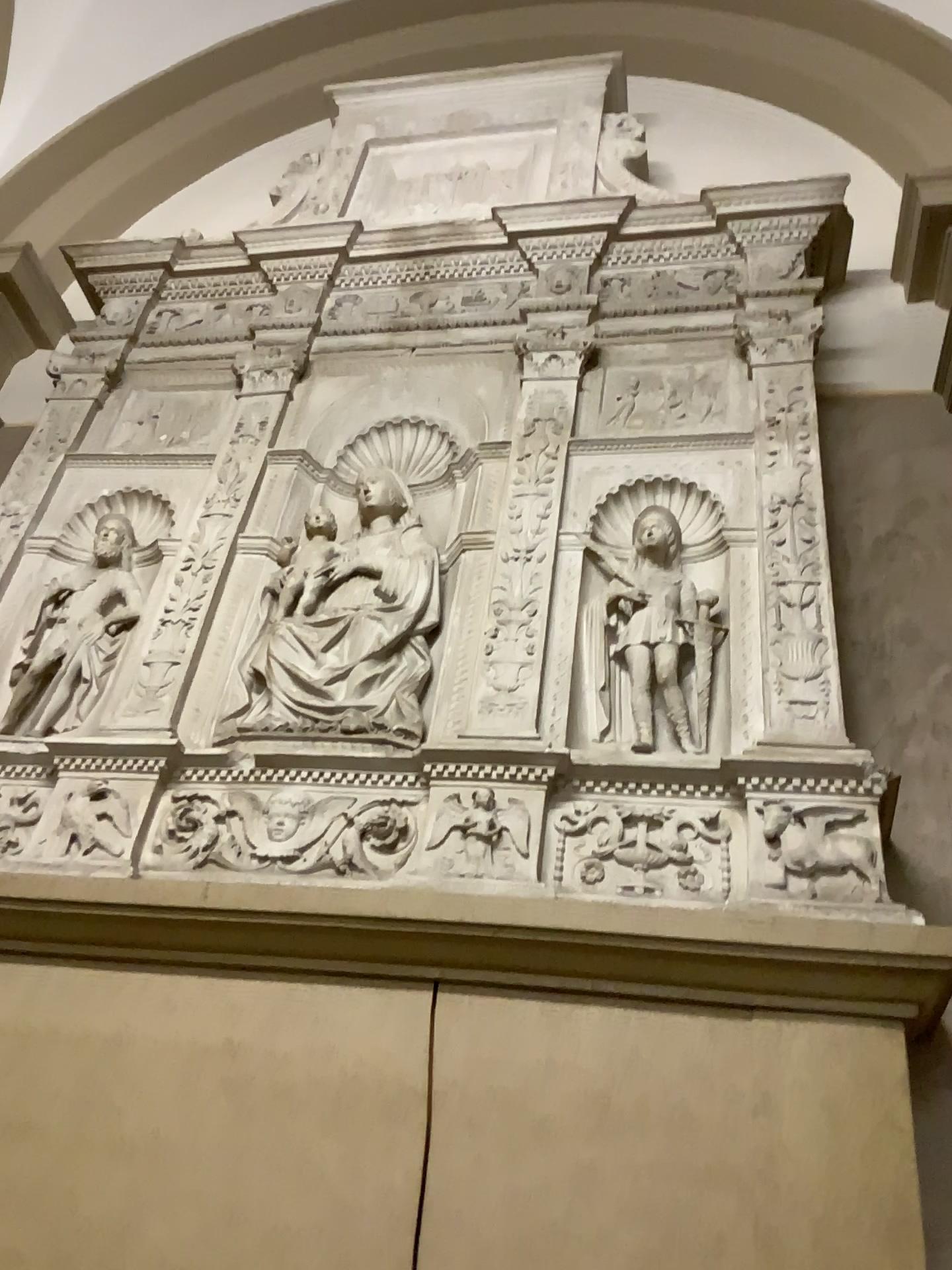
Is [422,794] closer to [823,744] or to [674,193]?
[823,744]

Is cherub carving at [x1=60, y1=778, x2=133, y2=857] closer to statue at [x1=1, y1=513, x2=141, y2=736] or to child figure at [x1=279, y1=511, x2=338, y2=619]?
statue at [x1=1, y1=513, x2=141, y2=736]

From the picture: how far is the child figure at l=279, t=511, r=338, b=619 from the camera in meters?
2.4 m

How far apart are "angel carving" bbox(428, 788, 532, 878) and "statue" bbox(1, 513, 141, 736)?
0.90m

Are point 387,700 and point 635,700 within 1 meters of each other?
yes

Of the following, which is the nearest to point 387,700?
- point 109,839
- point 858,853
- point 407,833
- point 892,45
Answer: point 407,833

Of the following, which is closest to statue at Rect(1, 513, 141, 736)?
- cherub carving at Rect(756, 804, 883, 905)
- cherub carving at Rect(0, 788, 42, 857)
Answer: cherub carving at Rect(0, 788, 42, 857)

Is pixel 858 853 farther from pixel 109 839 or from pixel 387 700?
pixel 109 839

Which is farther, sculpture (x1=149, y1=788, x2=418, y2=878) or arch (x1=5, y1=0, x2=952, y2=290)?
arch (x1=5, y1=0, x2=952, y2=290)

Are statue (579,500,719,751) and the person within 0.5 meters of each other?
yes
